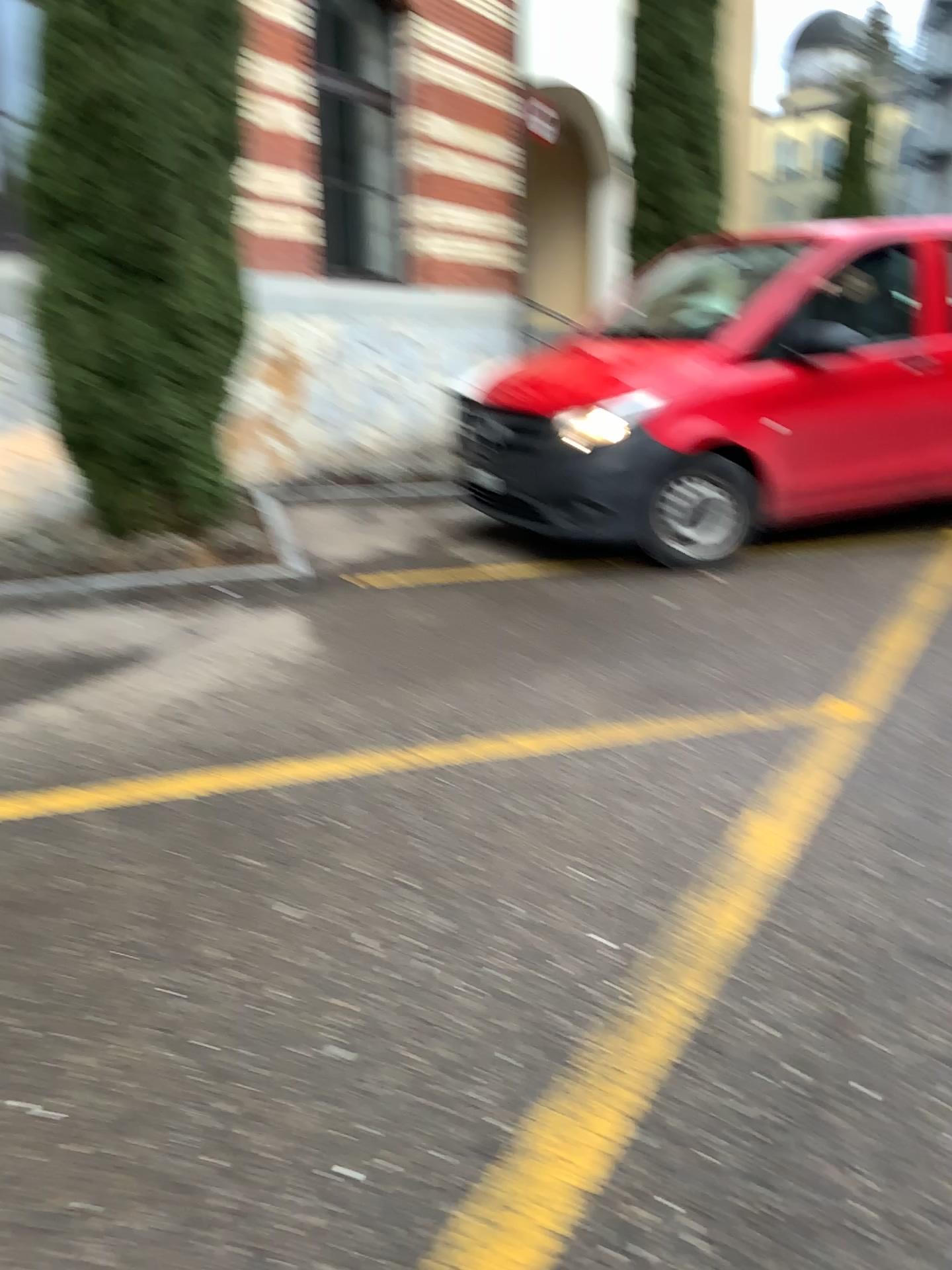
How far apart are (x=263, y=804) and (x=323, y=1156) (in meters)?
1.34
